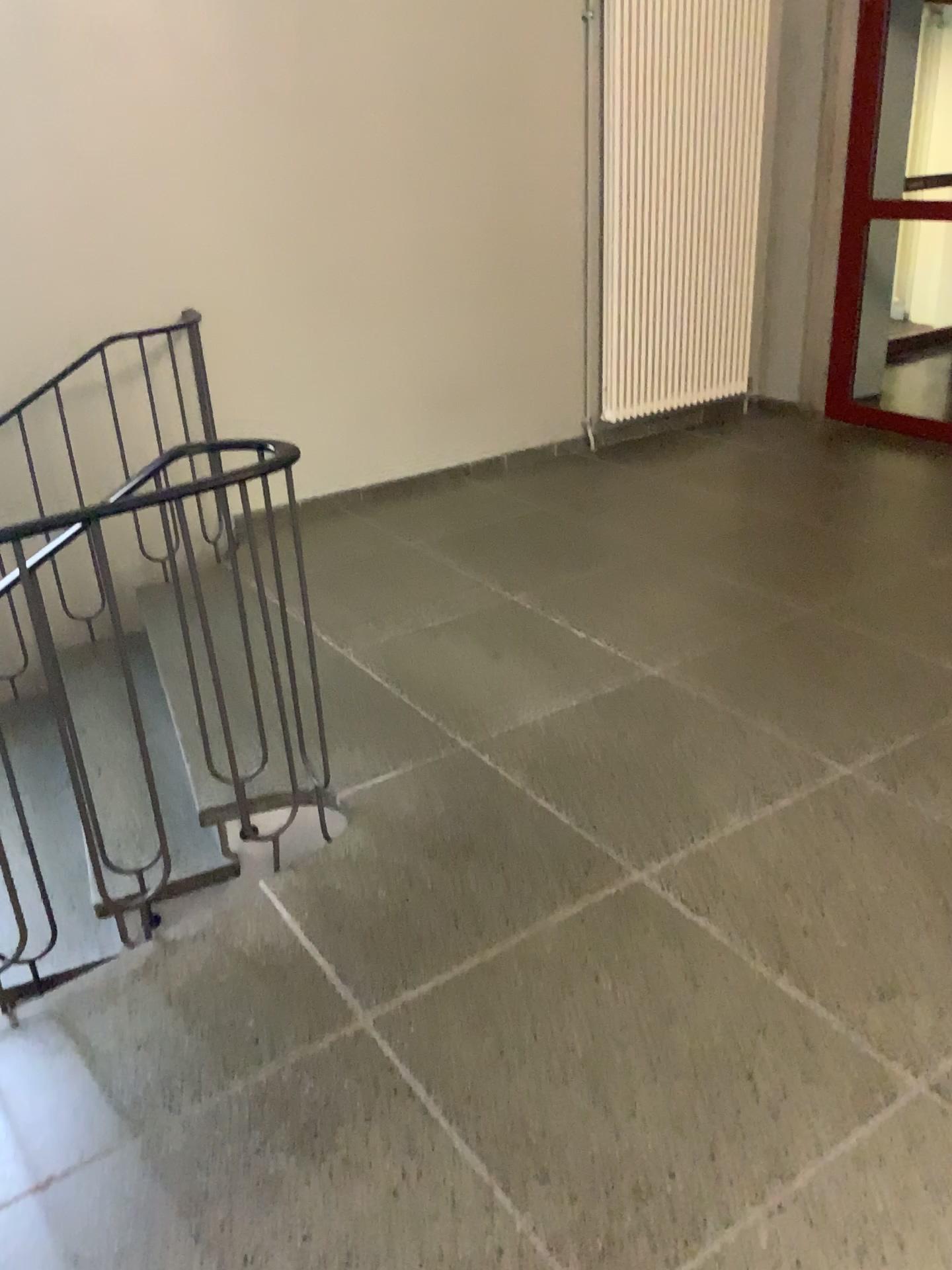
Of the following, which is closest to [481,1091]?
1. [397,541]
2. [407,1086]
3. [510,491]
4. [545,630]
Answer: [407,1086]
